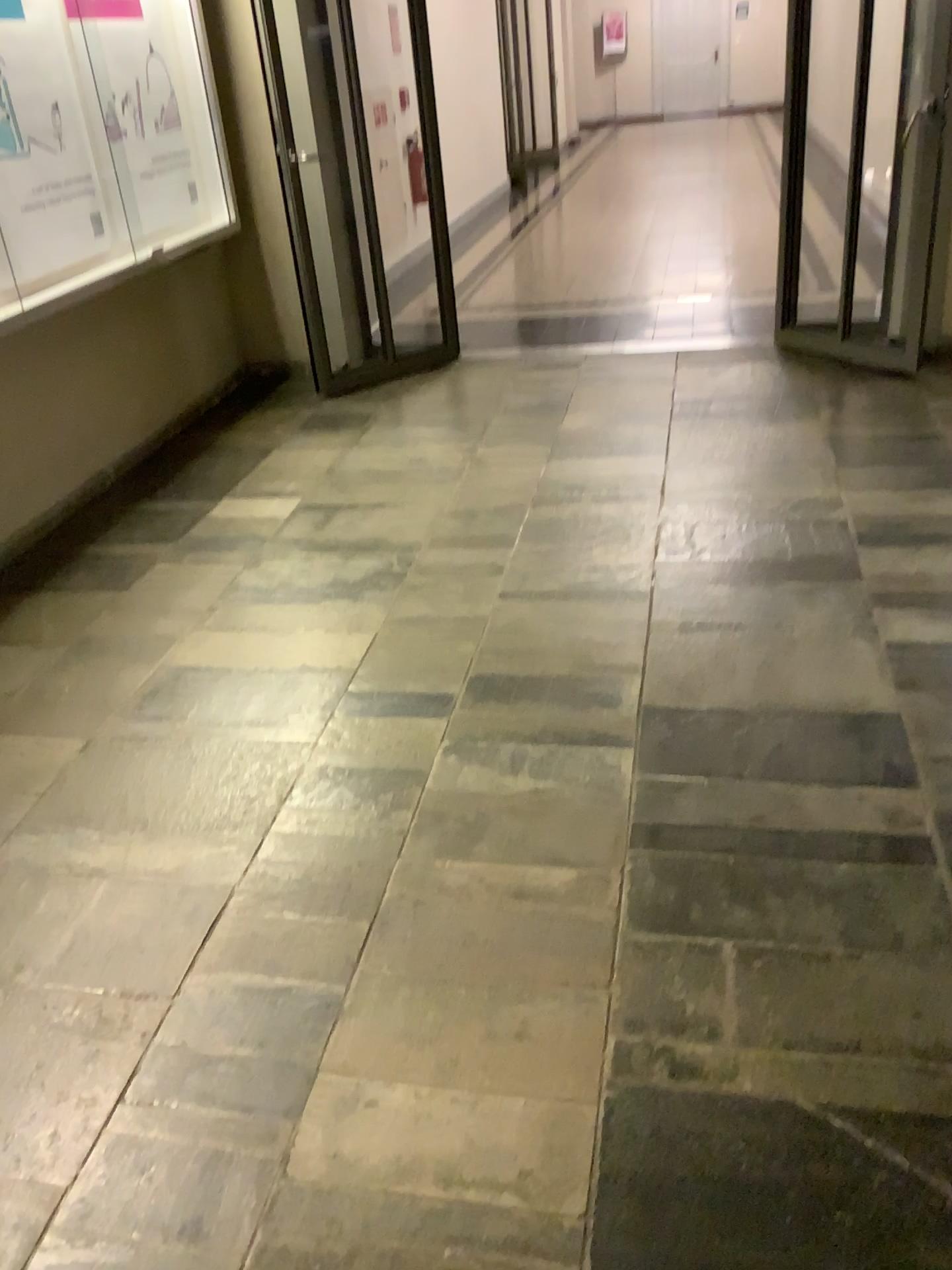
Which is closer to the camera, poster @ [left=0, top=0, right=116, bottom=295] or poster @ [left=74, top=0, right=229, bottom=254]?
poster @ [left=0, top=0, right=116, bottom=295]

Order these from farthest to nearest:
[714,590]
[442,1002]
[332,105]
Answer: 1. [332,105]
2. [714,590]
3. [442,1002]

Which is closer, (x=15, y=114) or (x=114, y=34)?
(x=15, y=114)
